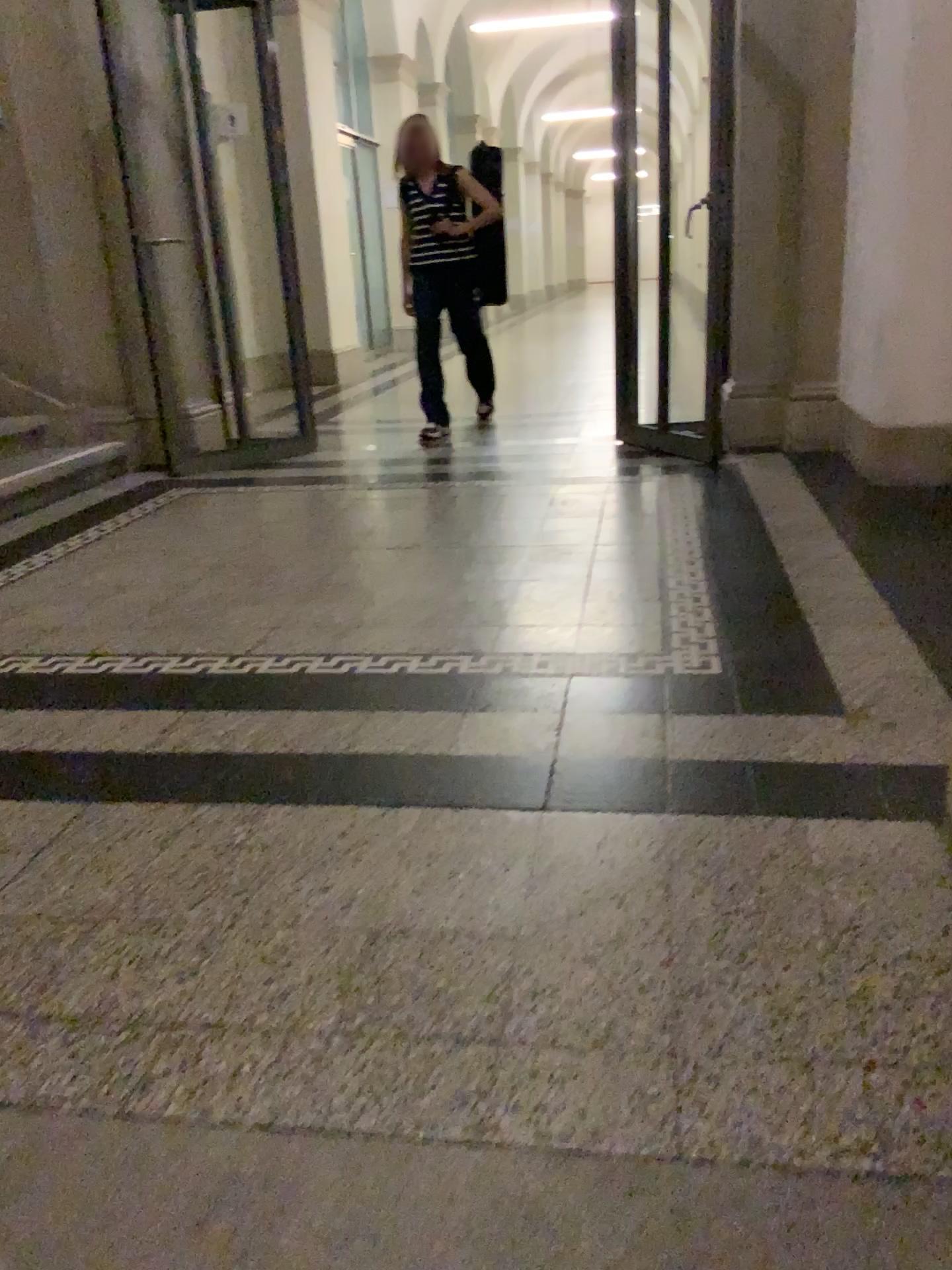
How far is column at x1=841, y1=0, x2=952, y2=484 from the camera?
3.5m

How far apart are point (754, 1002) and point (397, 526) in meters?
2.7 m

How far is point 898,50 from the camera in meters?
3.5
